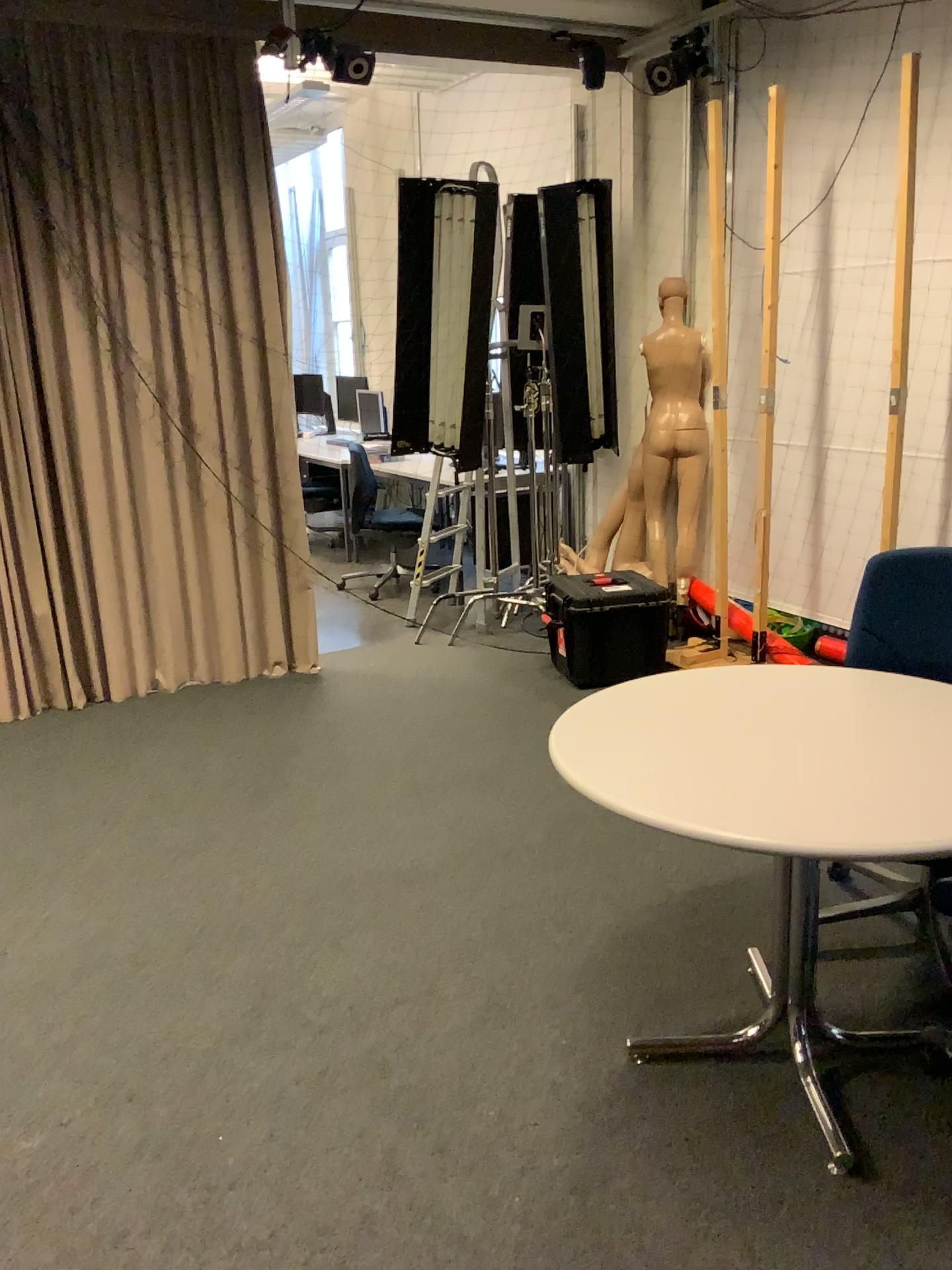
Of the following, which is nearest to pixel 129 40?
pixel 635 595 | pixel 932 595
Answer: pixel 635 595

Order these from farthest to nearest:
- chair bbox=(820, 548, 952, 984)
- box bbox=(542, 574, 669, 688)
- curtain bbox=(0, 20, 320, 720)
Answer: box bbox=(542, 574, 669, 688)
curtain bbox=(0, 20, 320, 720)
chair bbox=(820, 548, 952, 984)

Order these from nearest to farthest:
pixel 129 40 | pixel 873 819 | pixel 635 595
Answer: pixel 873 819 < pixel 129 40 < pixel 635 595

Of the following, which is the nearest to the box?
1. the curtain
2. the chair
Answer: the curtain

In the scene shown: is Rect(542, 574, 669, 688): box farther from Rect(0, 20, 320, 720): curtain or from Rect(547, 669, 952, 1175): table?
Rect(547, 669, 952, 1175): table

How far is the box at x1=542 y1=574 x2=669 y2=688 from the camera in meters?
4.6

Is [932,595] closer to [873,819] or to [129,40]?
[873,819]

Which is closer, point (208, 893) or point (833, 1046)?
point (833, 1046)

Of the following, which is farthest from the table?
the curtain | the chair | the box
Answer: the curtain

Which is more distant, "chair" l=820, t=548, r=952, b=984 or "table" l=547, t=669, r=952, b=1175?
"chair" l=820, t=548, r=952, b=984
